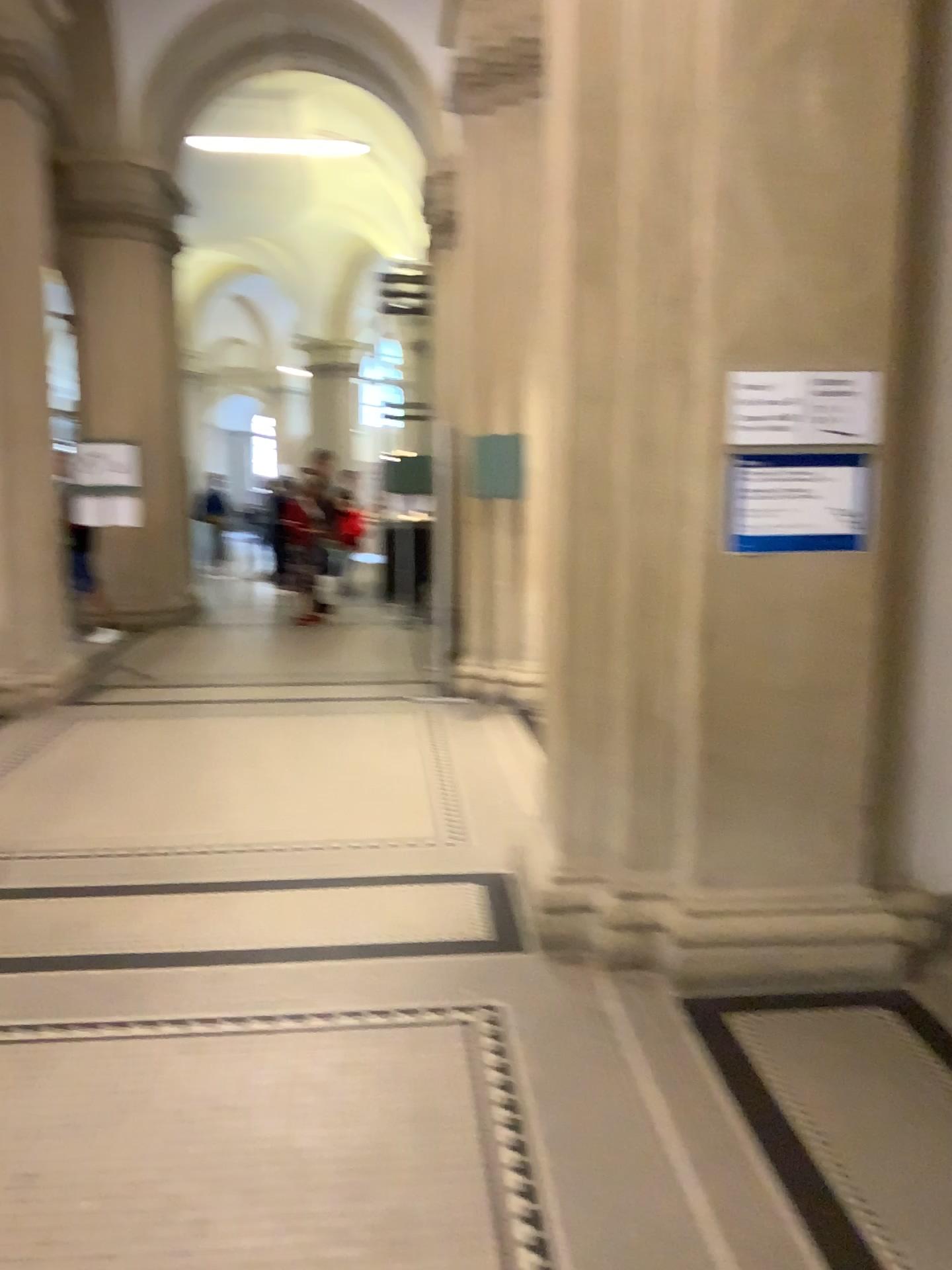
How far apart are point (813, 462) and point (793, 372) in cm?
26

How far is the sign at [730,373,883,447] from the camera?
3.0 meters

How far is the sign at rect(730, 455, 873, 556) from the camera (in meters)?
3.04

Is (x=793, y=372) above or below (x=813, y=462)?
above

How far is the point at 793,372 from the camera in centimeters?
300cm

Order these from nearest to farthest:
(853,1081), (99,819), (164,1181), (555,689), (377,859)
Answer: (164,1181) < (853,1081) < (555,689) < (377,859) < (99,819)
